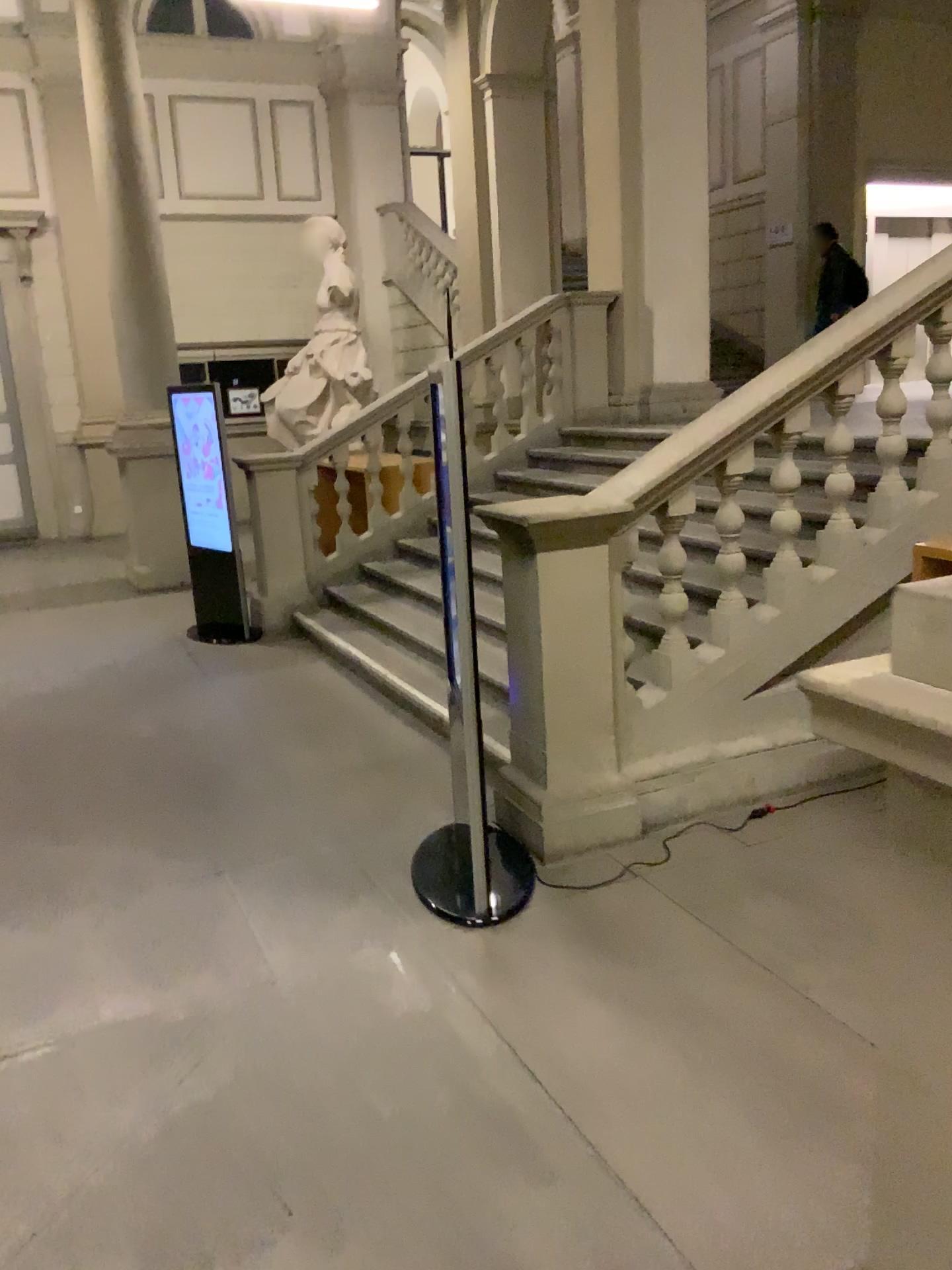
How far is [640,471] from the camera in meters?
3.9 m

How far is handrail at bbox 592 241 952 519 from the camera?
3.9m

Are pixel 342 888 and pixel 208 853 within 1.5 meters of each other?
yes
